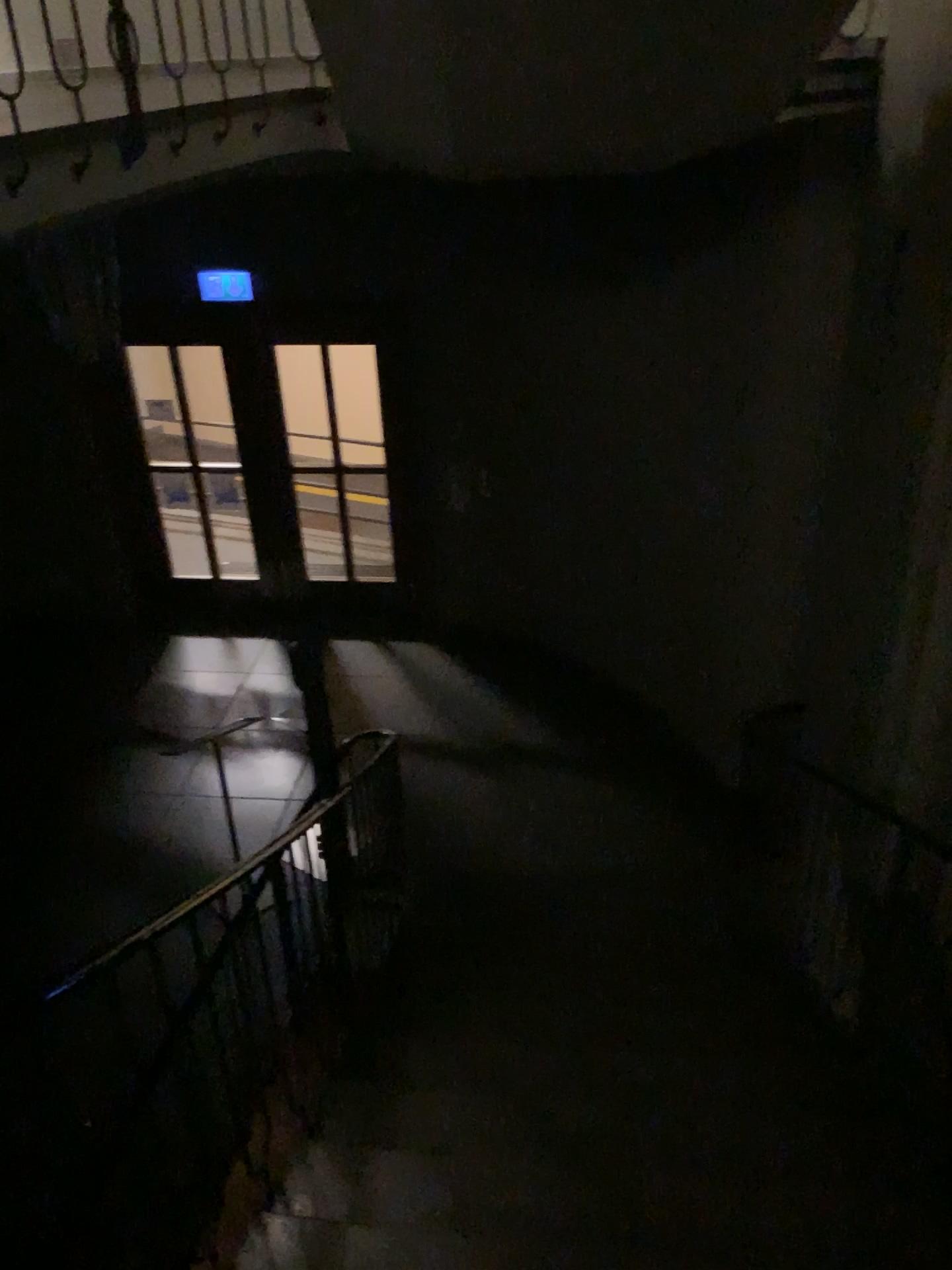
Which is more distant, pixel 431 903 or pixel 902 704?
pixel 431 903
